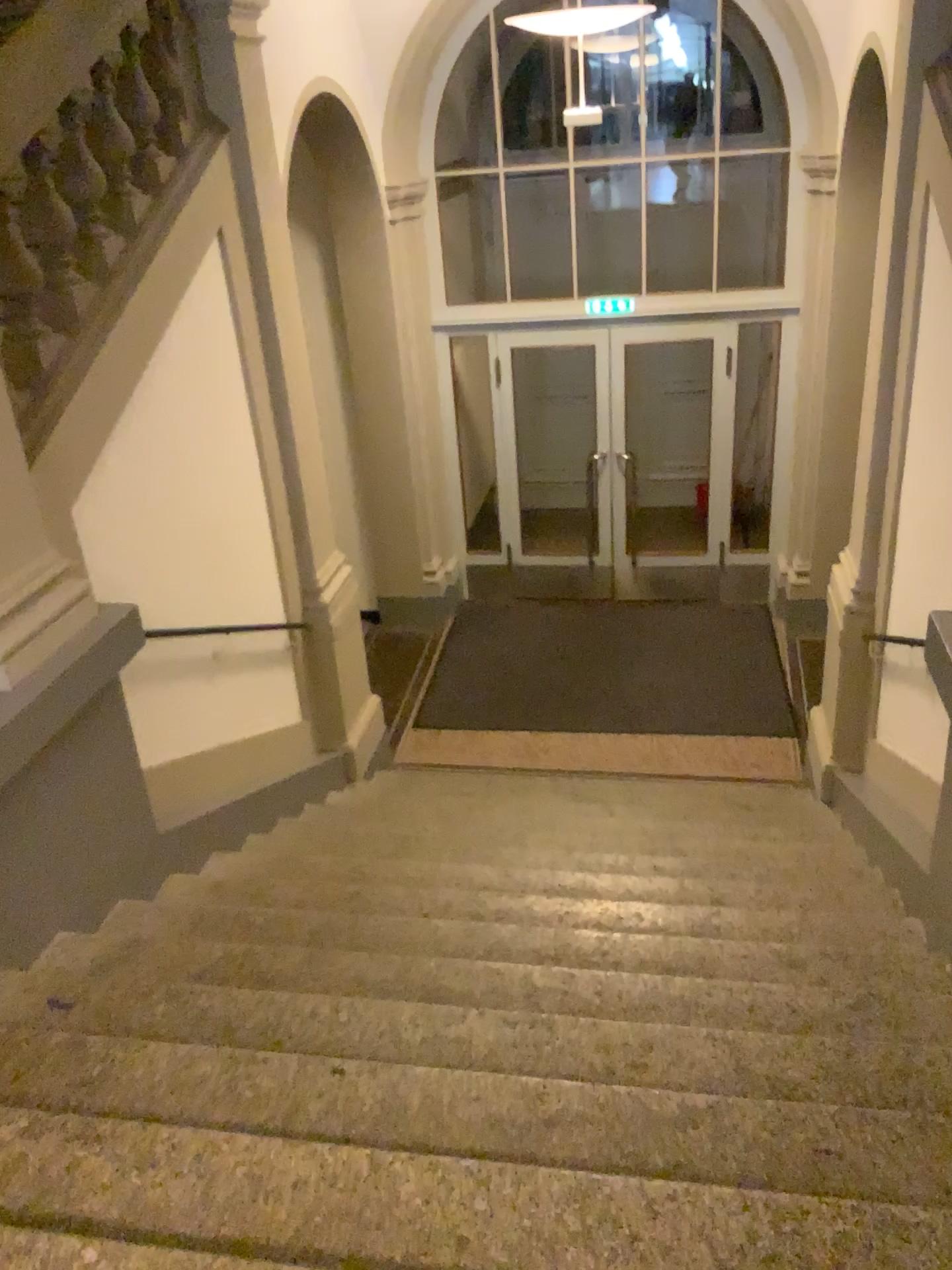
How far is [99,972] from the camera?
3.0m
